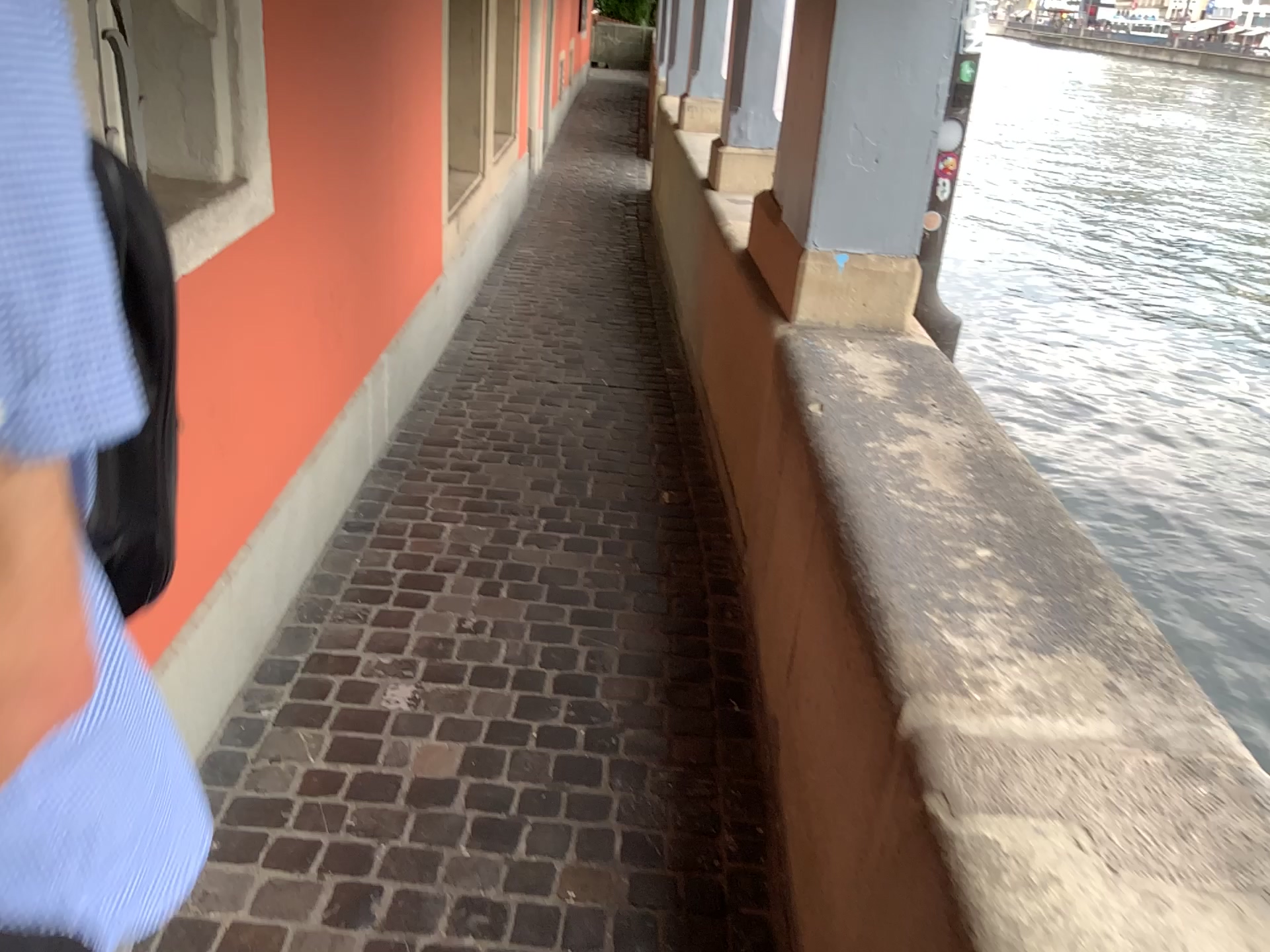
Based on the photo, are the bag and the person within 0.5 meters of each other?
yes

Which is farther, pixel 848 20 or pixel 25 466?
pixel 848 20

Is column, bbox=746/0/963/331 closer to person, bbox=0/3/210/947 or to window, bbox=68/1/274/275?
window, bbox=68/1/274/275

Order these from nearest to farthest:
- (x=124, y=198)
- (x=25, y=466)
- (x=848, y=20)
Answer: (x=25, y=466) → (x=124, y=198) → (x=848, y=20)

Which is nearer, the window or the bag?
the bag

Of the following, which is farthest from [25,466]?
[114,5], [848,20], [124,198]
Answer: [848,20]

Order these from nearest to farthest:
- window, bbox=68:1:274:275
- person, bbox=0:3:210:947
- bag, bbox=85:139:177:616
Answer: person, bbox=0:3:210:947 → bag, bbox=85:139:177:616 → window, bbox=68:1:274:275

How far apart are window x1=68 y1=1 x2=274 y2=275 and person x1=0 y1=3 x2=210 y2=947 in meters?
1.3 m

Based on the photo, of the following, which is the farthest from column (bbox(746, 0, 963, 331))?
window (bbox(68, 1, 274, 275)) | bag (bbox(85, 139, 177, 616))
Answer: bag (bbox(85, 139, 177, 616))

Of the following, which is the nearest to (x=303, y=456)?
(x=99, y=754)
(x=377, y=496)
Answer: (x=377, y=496)
